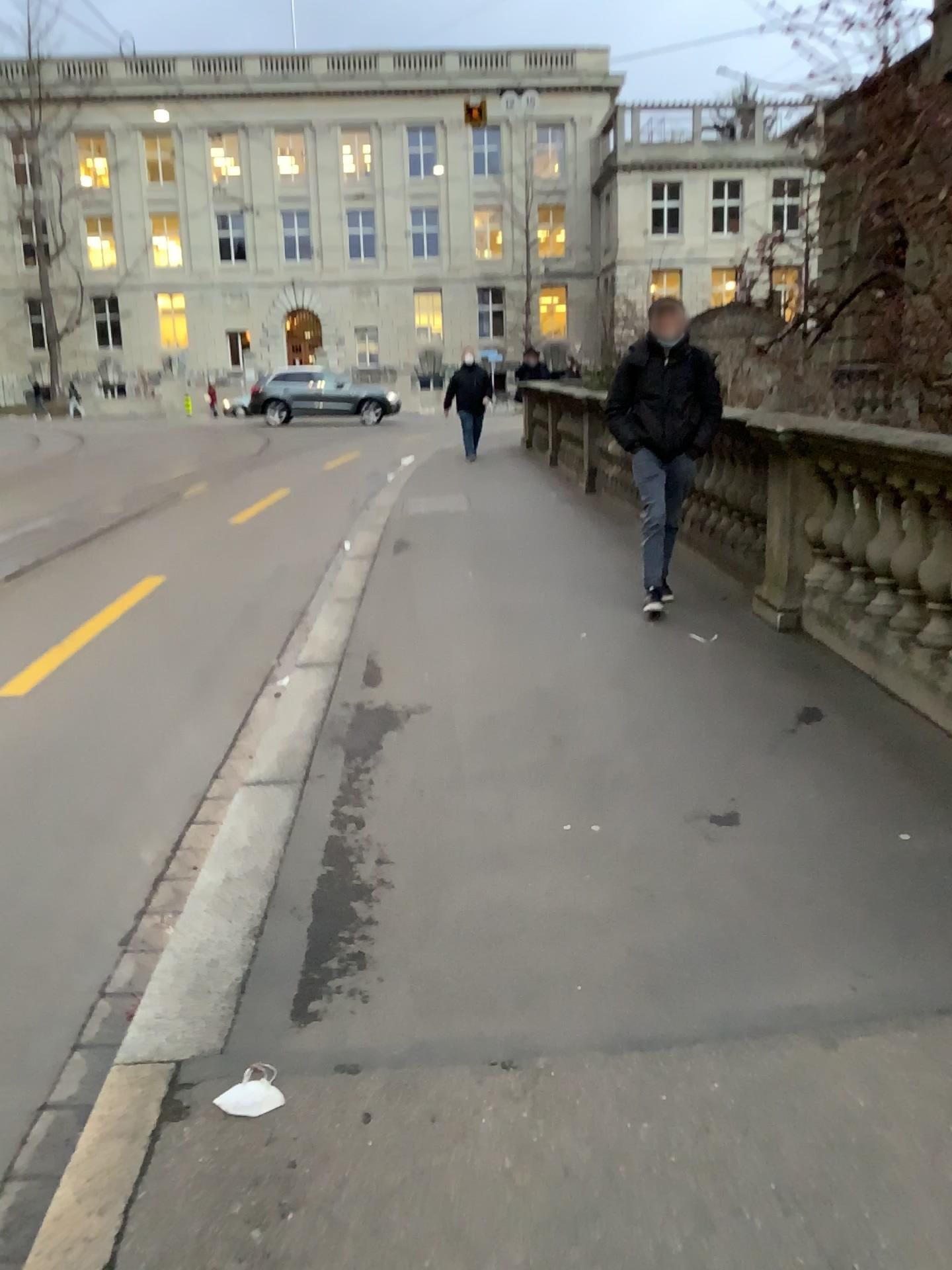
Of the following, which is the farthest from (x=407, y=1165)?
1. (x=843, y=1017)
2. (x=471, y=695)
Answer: (x=471, y=695)
